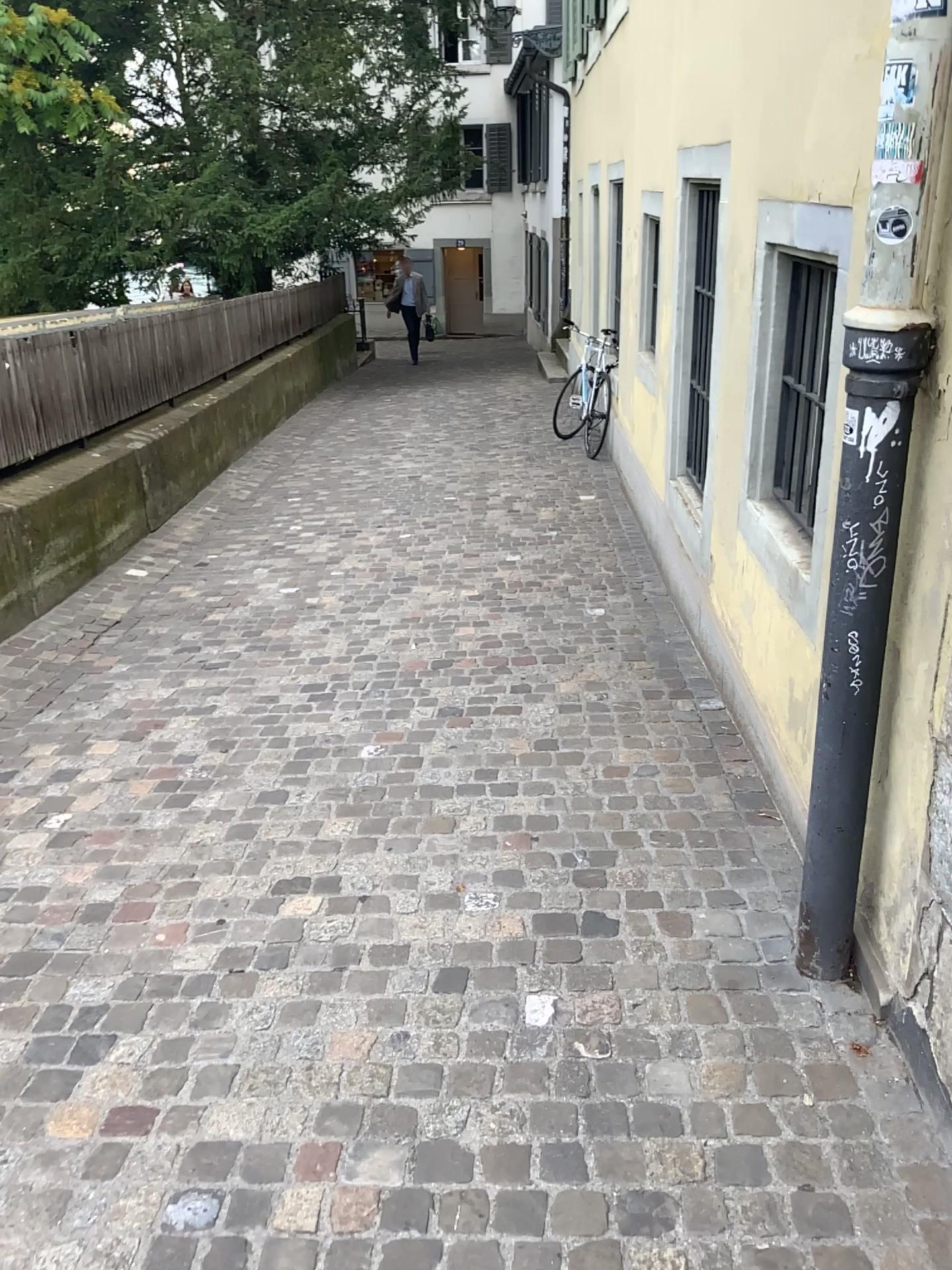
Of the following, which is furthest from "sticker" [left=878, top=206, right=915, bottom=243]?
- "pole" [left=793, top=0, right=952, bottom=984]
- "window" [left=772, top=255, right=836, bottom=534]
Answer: "window" [left=772, top=255, right=836, bottom=534]

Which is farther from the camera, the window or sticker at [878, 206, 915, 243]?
the window

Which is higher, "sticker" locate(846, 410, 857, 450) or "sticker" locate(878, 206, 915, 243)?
"sticker" locate(878, 206, 915, 243)

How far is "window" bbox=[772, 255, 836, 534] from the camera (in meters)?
2.96

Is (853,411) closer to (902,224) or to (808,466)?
(902,224)

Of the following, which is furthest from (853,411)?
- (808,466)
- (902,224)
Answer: (808,466)

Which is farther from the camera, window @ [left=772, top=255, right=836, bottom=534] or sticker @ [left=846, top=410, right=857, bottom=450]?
window @ [left=772, top=255, right=836, bottom=534]

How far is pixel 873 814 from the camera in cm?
218

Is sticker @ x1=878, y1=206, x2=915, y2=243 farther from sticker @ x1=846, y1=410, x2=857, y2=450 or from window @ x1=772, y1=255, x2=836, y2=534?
window @ x1=772, y1=255, x2=836, y2=534

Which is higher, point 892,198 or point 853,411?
point 892,198
